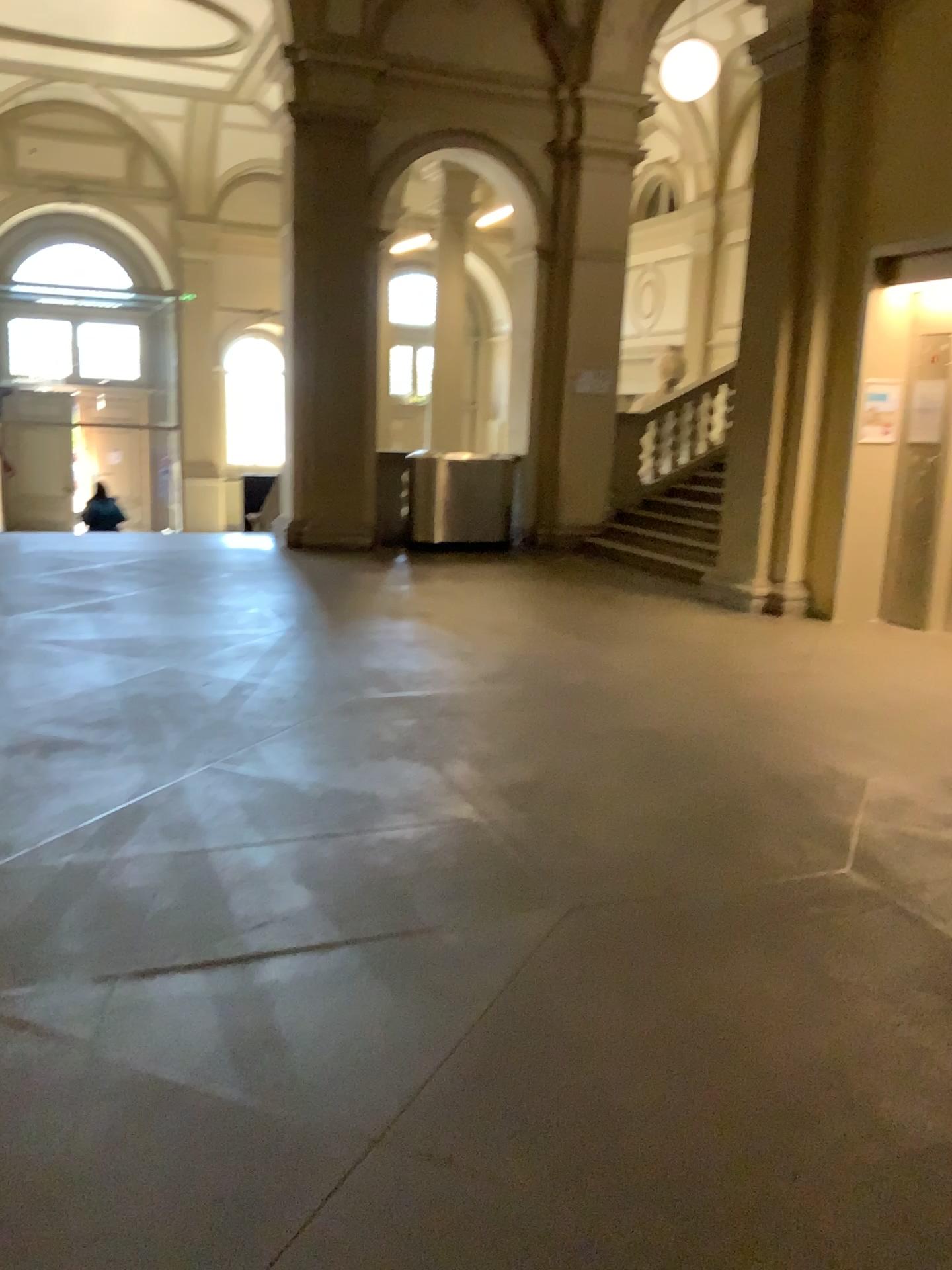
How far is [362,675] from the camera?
5.63m
